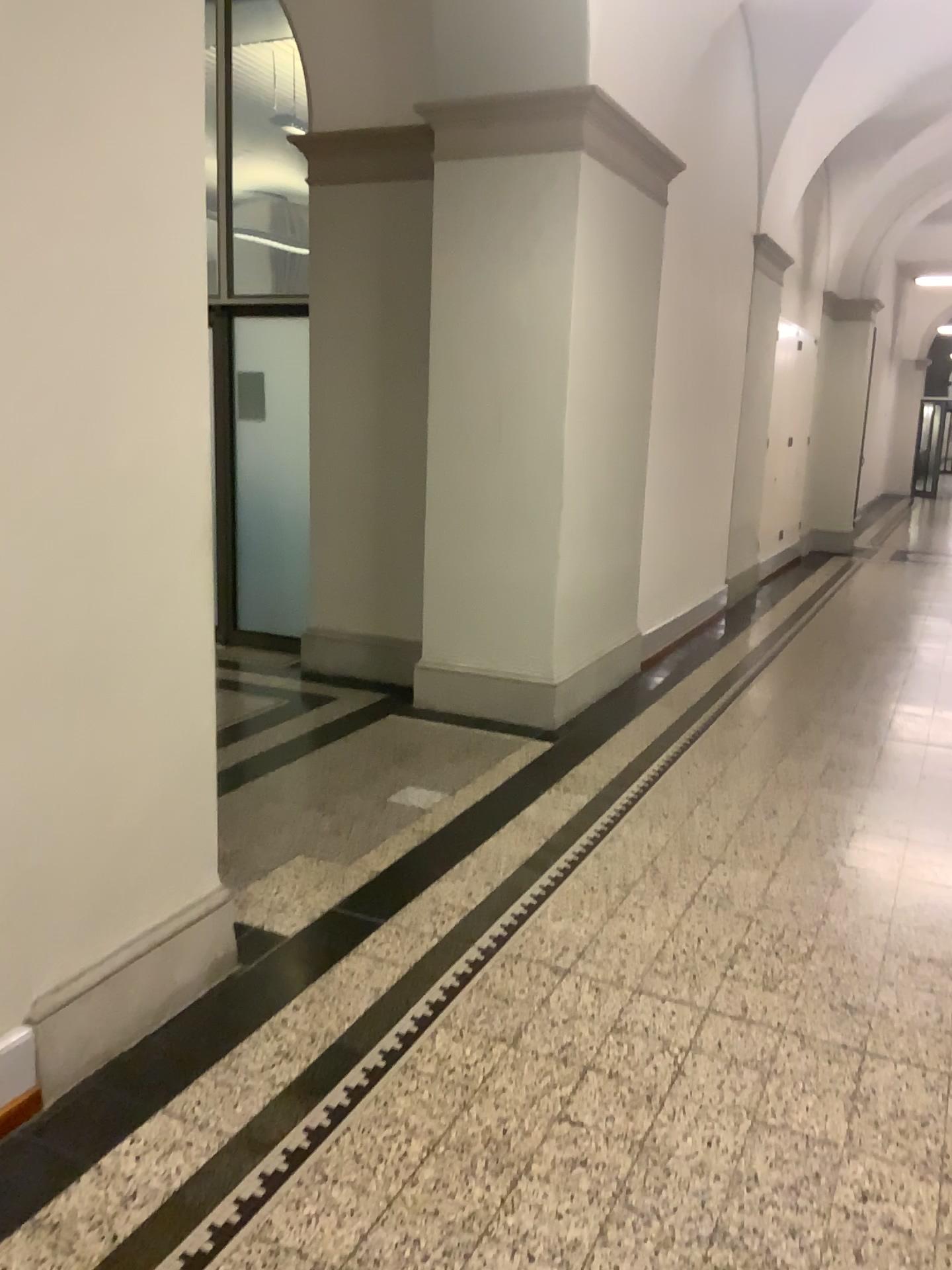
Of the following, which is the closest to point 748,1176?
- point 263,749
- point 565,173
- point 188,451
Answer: point 188,451

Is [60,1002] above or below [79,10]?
below
